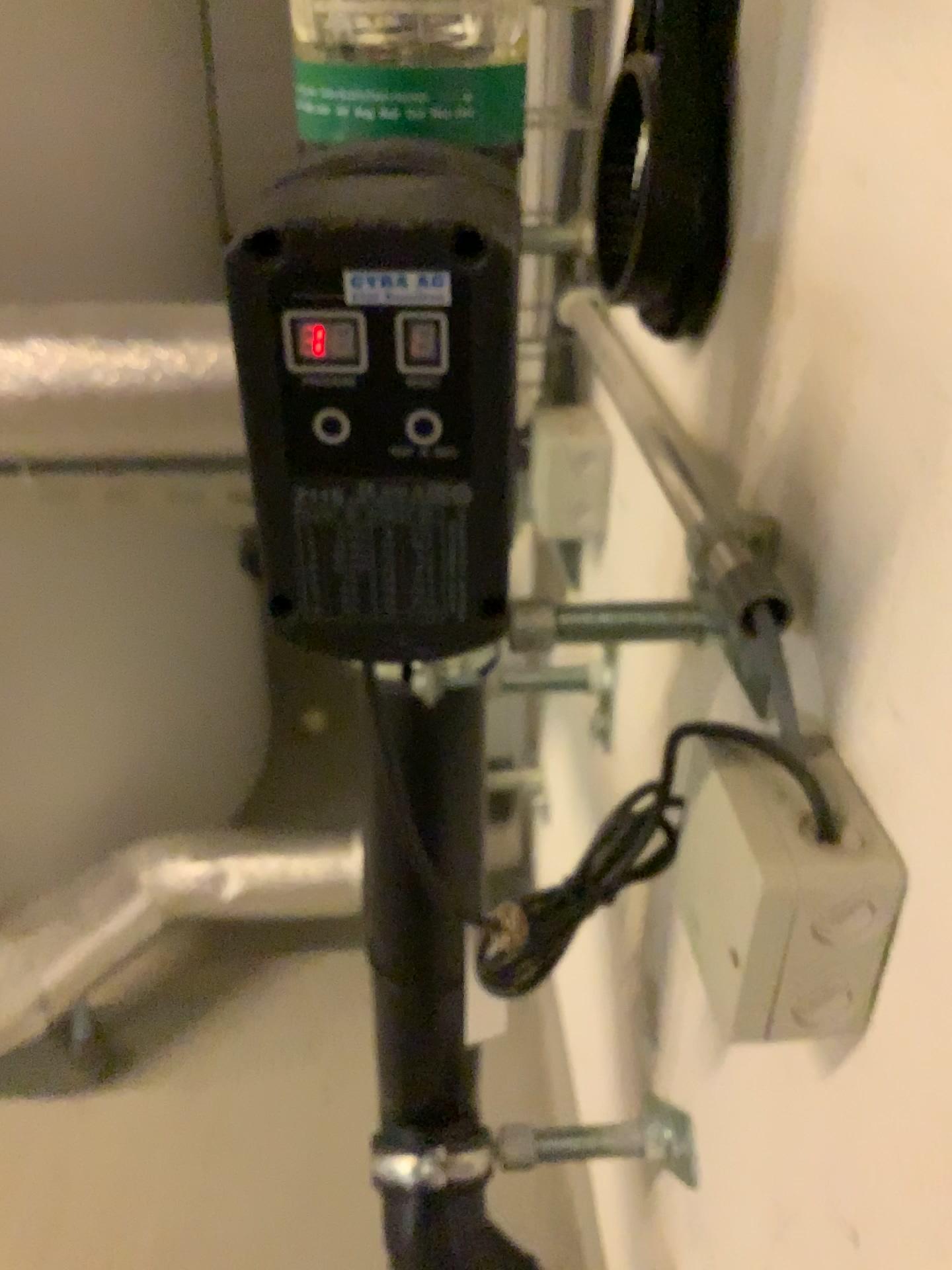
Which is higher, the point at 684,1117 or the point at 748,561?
the point at 748,561

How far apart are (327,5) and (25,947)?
1.0m

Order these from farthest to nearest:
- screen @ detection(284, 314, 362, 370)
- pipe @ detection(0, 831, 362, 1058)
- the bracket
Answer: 1. pipe @ detection(0, 831, 362, 1058)
2. the bracket
3. screen @ detection(284, 314, 362, 370)

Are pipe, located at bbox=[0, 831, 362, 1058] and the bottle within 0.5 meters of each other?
no

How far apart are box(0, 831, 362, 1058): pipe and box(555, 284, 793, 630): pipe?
0.7 meters

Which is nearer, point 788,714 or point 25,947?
point 788,714

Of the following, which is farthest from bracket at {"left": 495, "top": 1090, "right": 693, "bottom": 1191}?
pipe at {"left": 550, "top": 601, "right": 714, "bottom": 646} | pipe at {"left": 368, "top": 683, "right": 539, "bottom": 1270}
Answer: pipe at {"left": 550, "top": 601, "right": 714, "bottom": 646}

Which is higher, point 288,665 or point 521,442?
point 521,442

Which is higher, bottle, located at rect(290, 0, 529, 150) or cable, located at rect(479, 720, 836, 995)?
bottle, located at rect(290, 0, 529, 150)

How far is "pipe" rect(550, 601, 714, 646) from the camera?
0.5m
